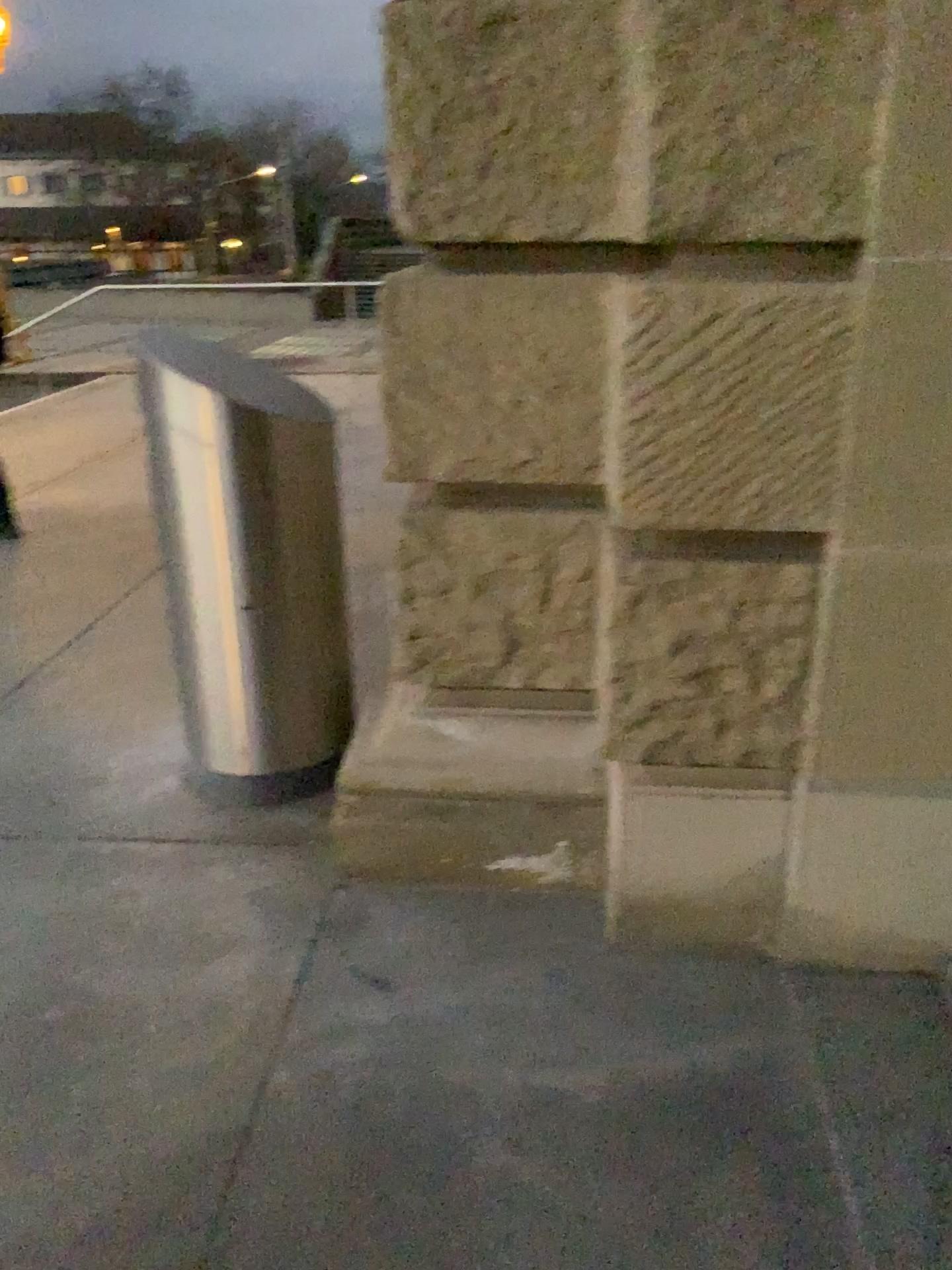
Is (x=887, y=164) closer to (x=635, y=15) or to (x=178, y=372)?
(x=635, y=15)

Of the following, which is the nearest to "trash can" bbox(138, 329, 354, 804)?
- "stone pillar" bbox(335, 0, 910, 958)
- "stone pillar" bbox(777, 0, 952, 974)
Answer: "stone pillar" bbox(335, 0, 910, 958)

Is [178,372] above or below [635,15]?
below

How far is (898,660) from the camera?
2.04m

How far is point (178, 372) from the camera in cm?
266

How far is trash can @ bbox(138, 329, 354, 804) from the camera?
2.66m

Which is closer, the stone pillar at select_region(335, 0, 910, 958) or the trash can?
the stone pillar at select_region(335, 0, 910, 958)

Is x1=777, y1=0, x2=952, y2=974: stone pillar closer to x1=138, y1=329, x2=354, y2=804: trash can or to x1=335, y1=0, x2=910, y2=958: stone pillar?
x1=335, y1=0, x2=910, y2=958: stone pillar
